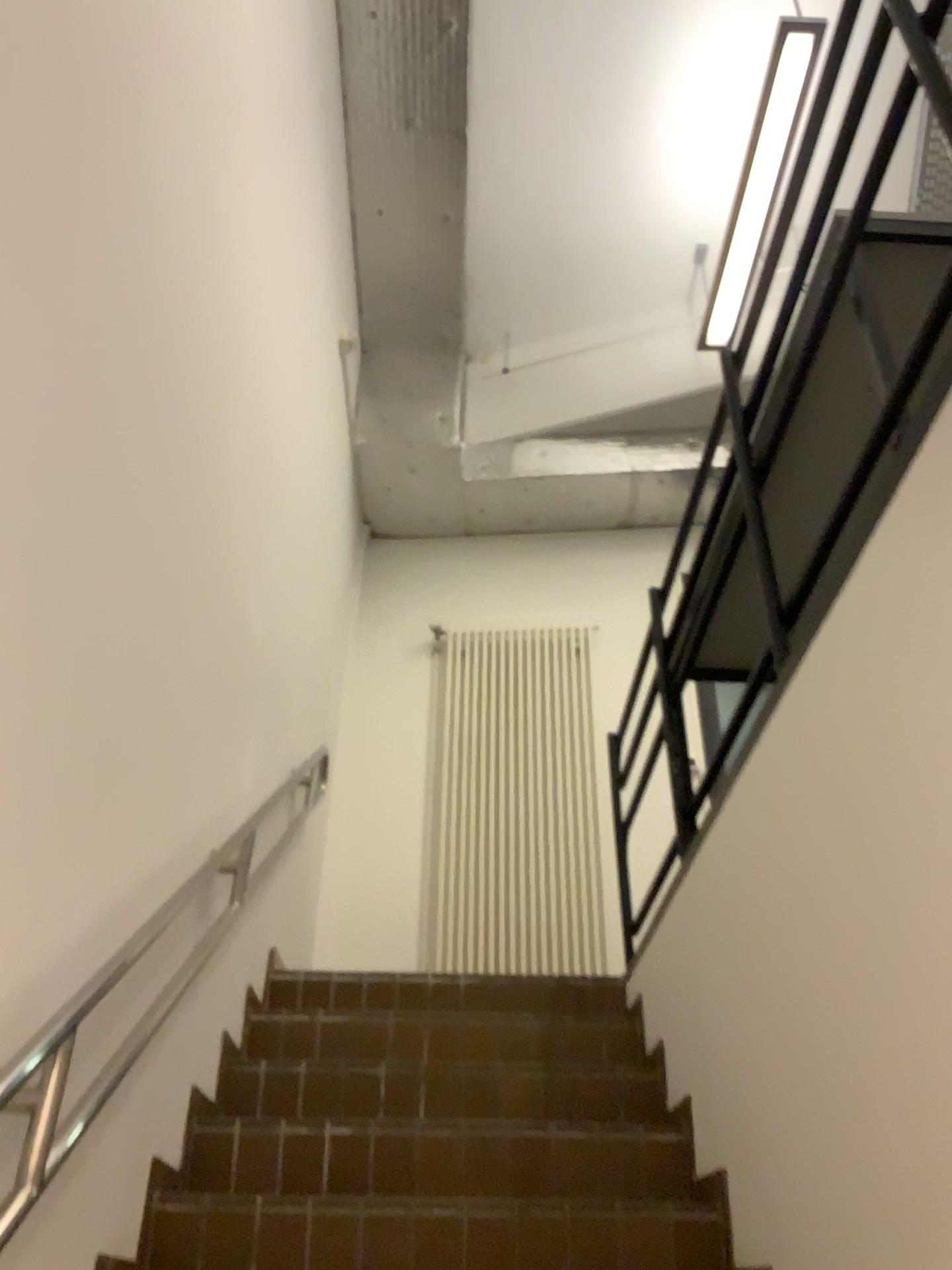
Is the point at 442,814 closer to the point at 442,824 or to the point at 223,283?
the point at 442,824

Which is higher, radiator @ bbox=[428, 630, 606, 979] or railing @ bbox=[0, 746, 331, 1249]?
radiator @ bbox=[428, 630, 606, 979]

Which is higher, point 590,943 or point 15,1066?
point 590,943

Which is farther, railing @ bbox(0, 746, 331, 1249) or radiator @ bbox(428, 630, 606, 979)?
radiator @ bbox(428, 630, 606, 979)

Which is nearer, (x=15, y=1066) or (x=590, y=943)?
(x=15, y=1066)
